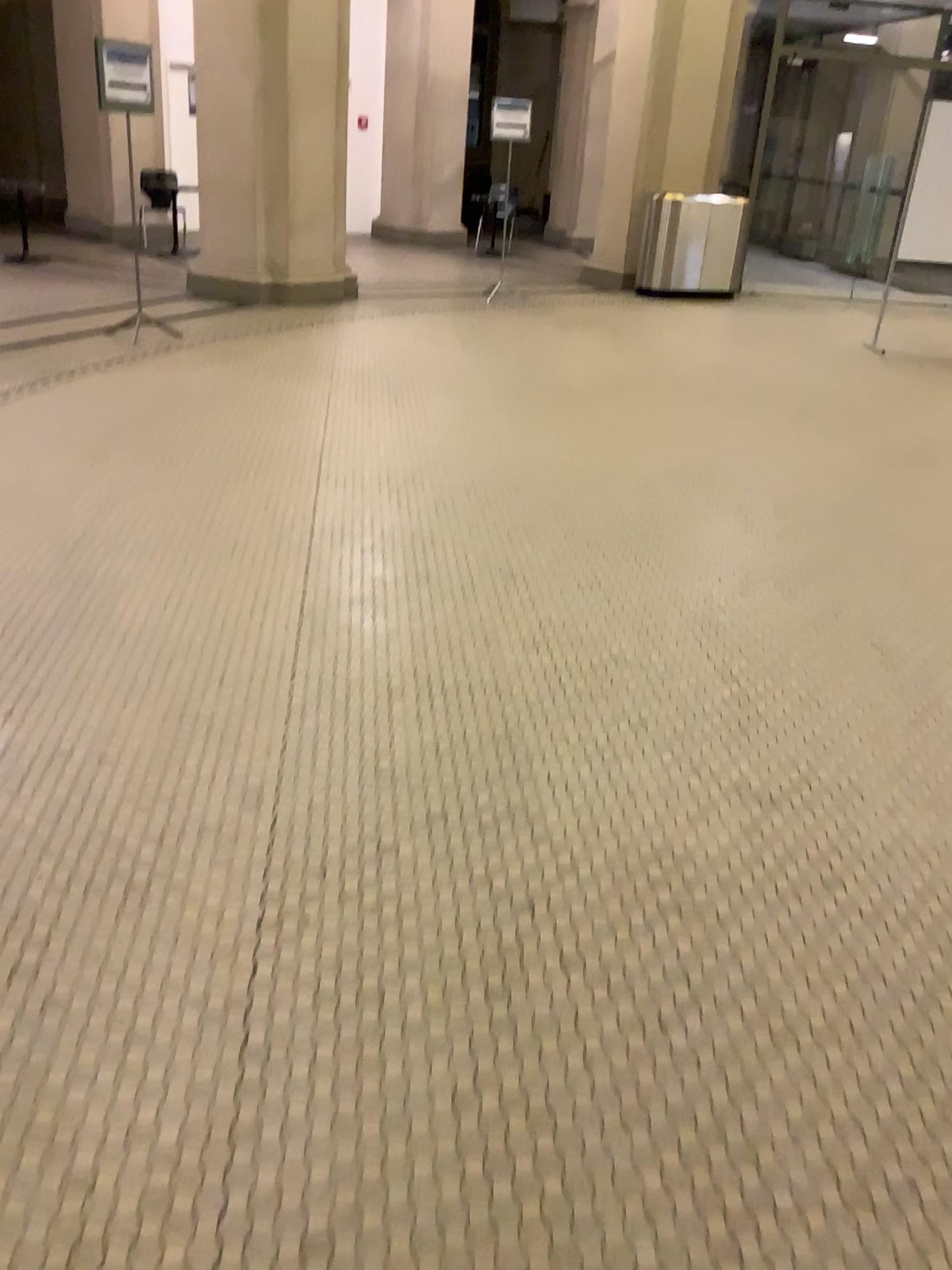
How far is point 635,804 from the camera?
2.60m
